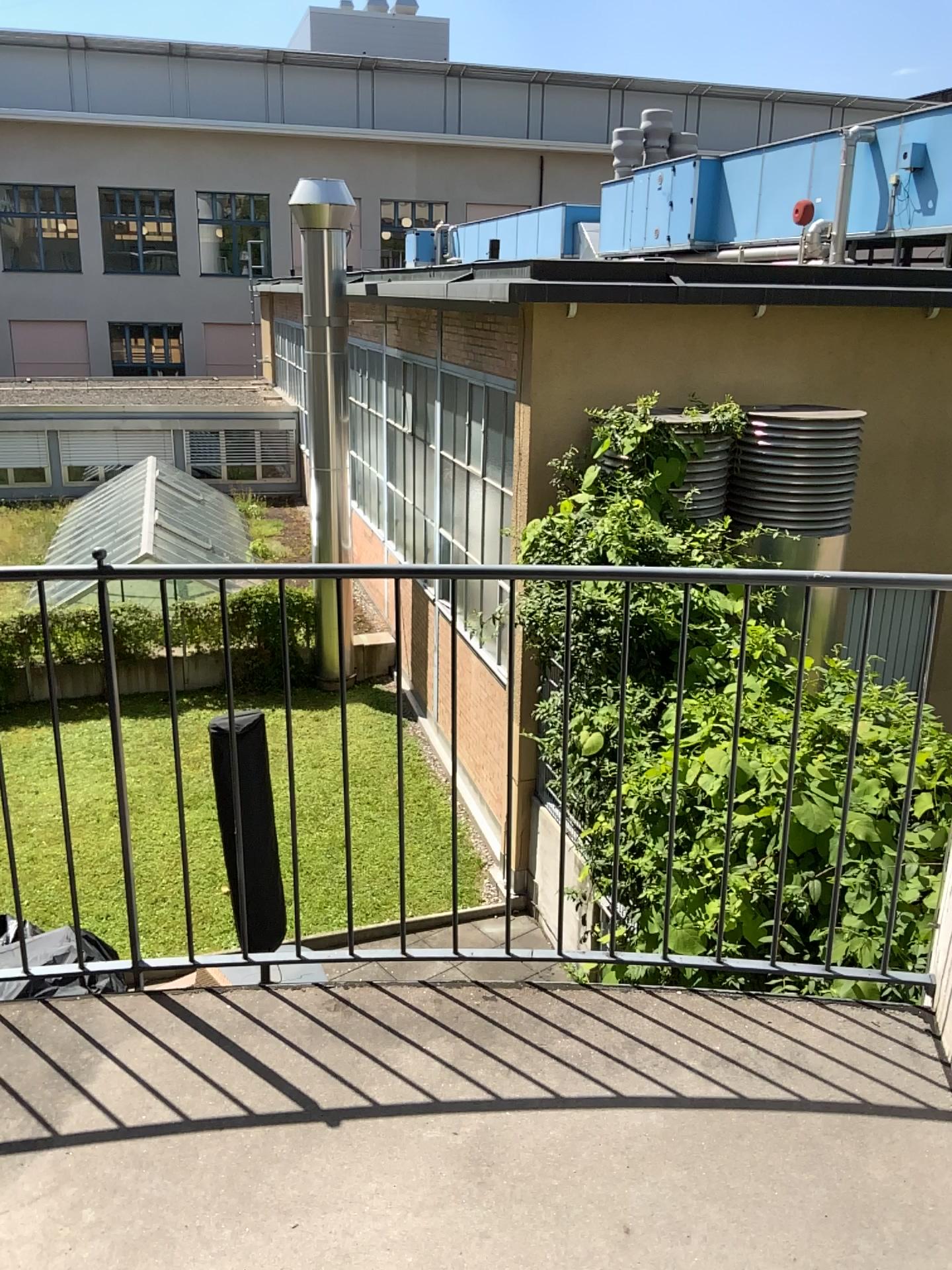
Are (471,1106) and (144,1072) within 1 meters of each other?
yes
